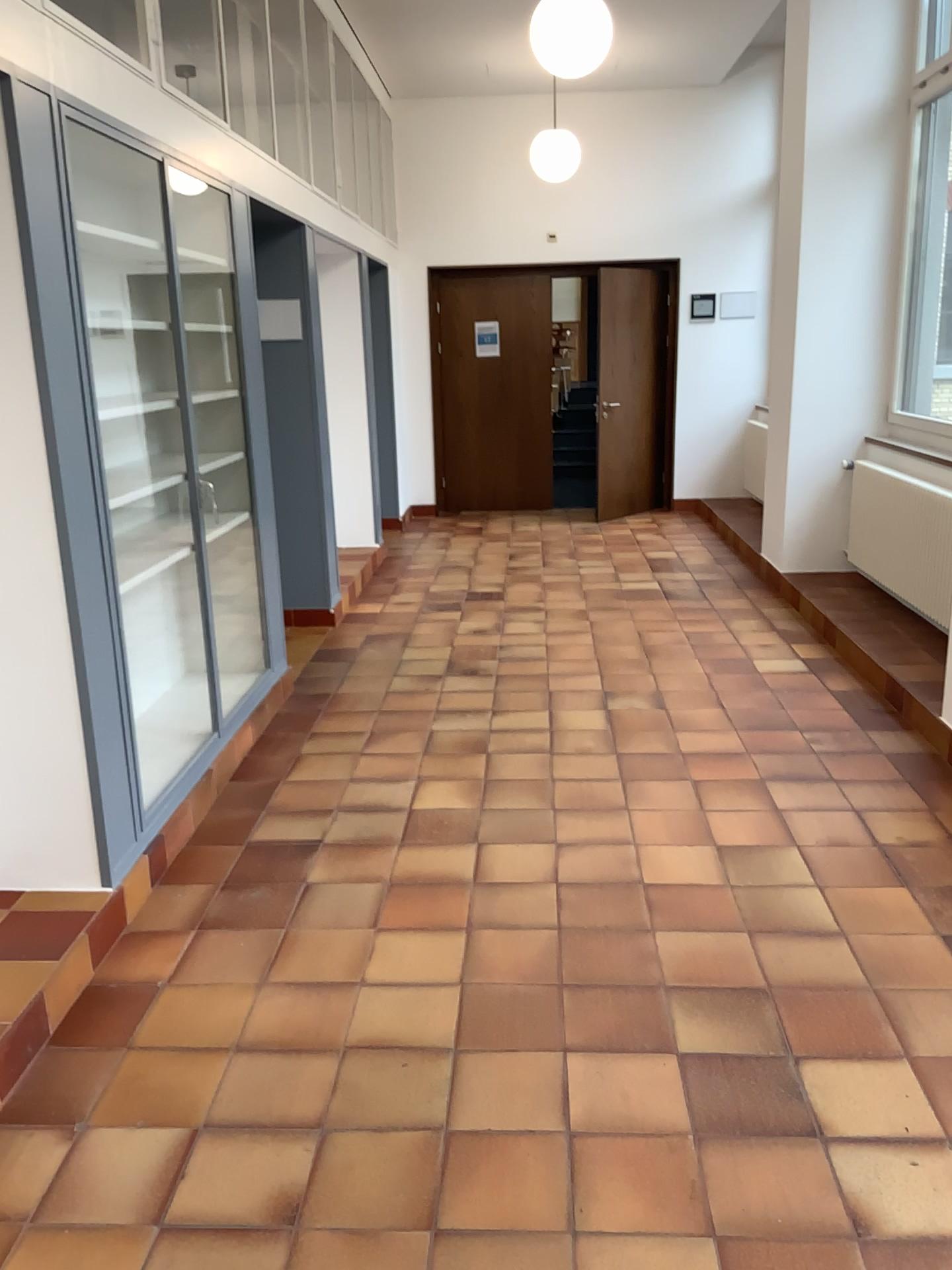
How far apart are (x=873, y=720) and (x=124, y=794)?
2.9m
